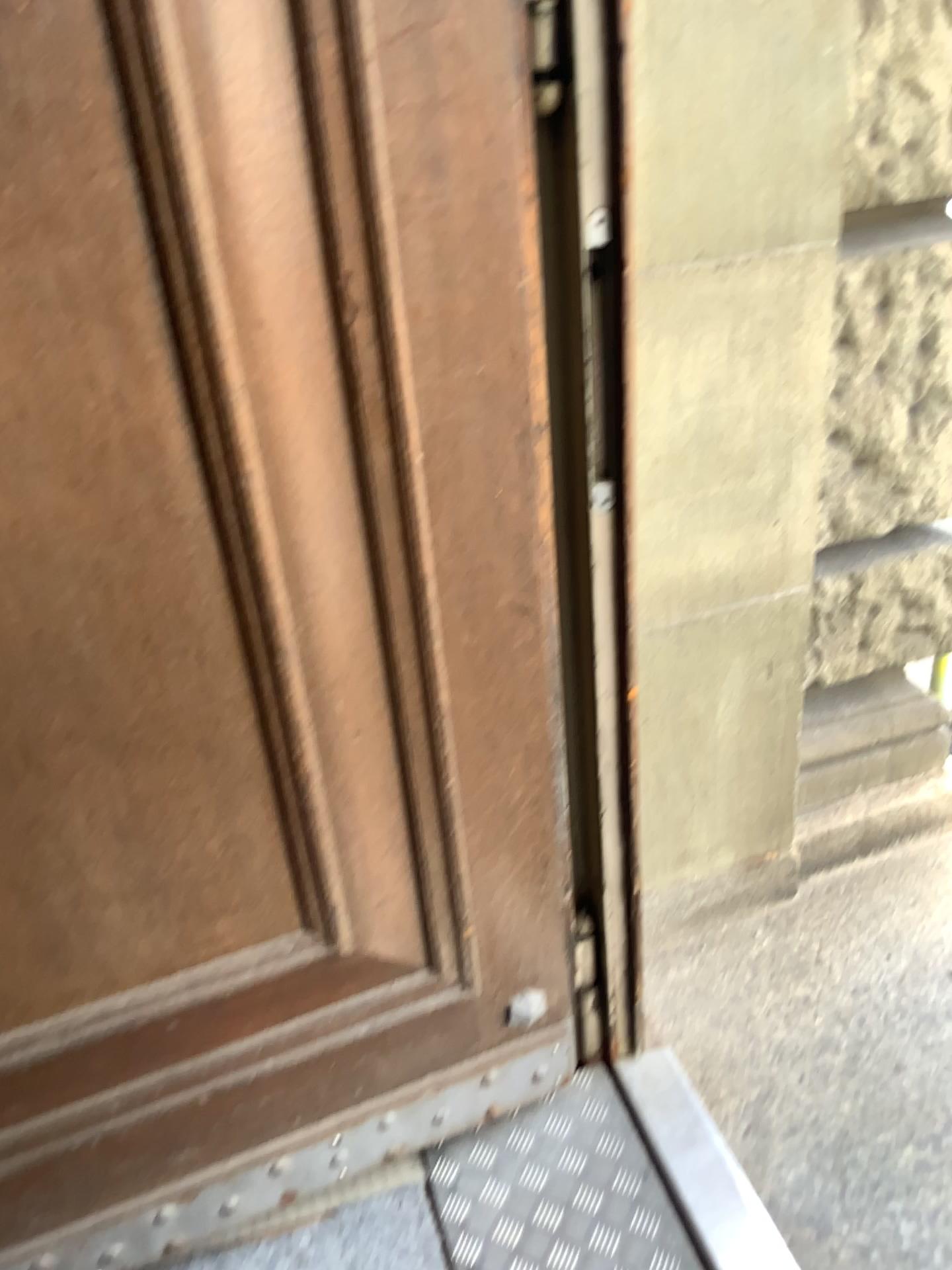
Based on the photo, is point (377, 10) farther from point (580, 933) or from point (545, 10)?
point (580, 933)

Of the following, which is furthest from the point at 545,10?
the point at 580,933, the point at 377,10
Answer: the point at 580,933

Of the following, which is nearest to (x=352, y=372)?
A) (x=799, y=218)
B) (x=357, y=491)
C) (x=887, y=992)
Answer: (x=357, y=491)

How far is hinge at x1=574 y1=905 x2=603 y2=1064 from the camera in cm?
155

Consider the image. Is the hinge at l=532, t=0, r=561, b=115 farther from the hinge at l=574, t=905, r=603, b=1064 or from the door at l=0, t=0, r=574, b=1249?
the hinge at l=574, t=905, r=603, b=1064

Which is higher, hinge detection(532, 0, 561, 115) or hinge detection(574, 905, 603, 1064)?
hinge detection(532, 0, 561, 115)

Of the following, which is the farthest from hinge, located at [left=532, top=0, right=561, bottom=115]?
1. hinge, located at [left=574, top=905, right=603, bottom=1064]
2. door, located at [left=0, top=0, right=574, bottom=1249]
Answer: hinge, located at [left=574, top=905, right=603, bottom=1064]

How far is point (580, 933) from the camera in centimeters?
155cm

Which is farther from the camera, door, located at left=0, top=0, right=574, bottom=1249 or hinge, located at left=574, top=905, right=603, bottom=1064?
hinge, located at left=574, top=905, right=603, bottom=1064
